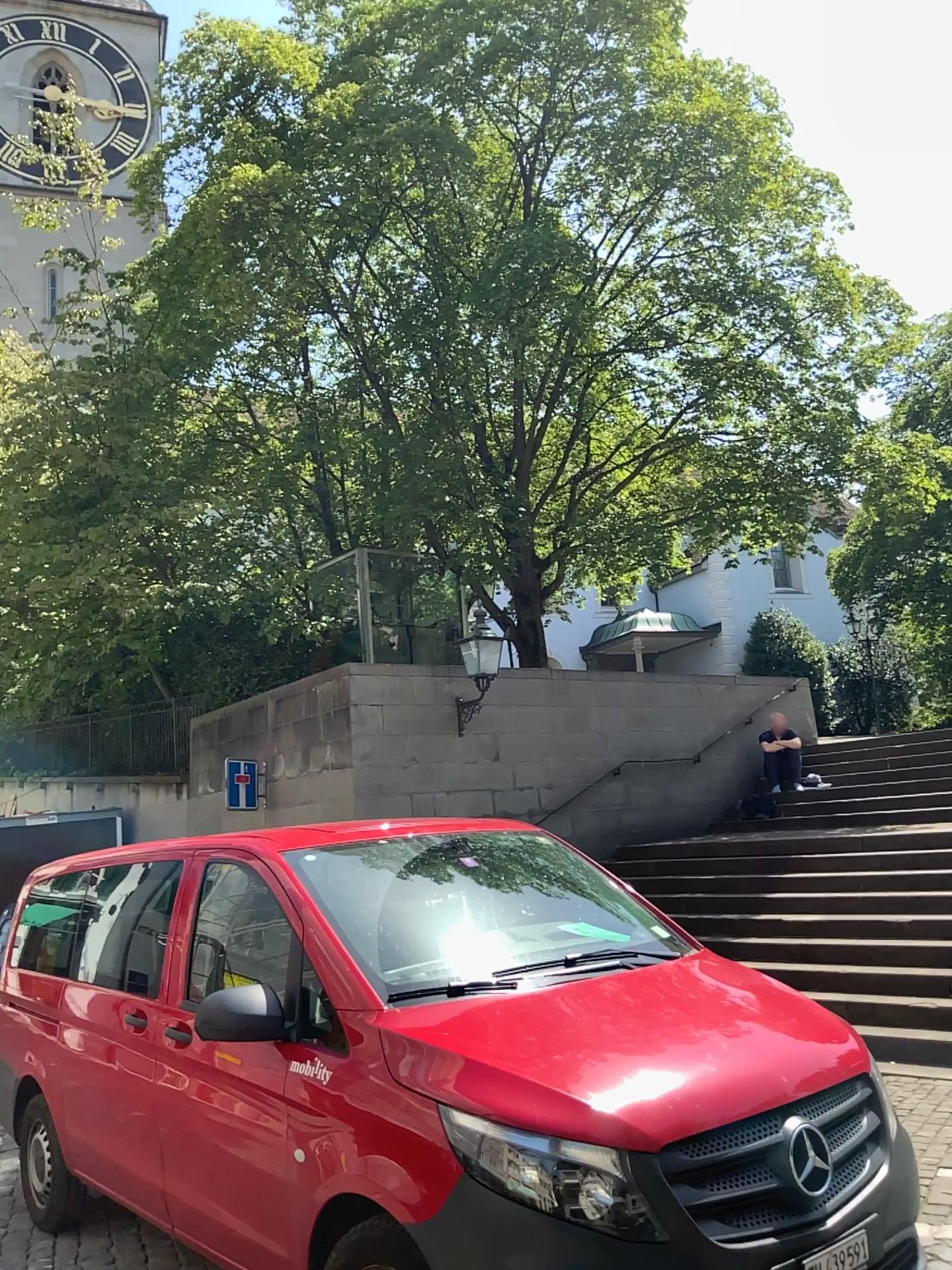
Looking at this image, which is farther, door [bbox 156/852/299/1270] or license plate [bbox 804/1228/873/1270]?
door [bbox 156/852/299/1270]

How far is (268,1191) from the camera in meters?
3.5

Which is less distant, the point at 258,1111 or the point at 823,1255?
the point at 823,1255

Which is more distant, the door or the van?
the door

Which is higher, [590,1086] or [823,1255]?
[590,1086]

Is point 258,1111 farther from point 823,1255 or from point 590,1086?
point 823,1255

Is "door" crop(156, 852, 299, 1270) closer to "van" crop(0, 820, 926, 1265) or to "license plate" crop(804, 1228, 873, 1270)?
"van" crop(0, 820, 926, 1265)

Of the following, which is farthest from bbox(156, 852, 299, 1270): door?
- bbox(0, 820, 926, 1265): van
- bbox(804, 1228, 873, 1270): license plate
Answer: bbox(804, 1228, 873, 1270): license plate
